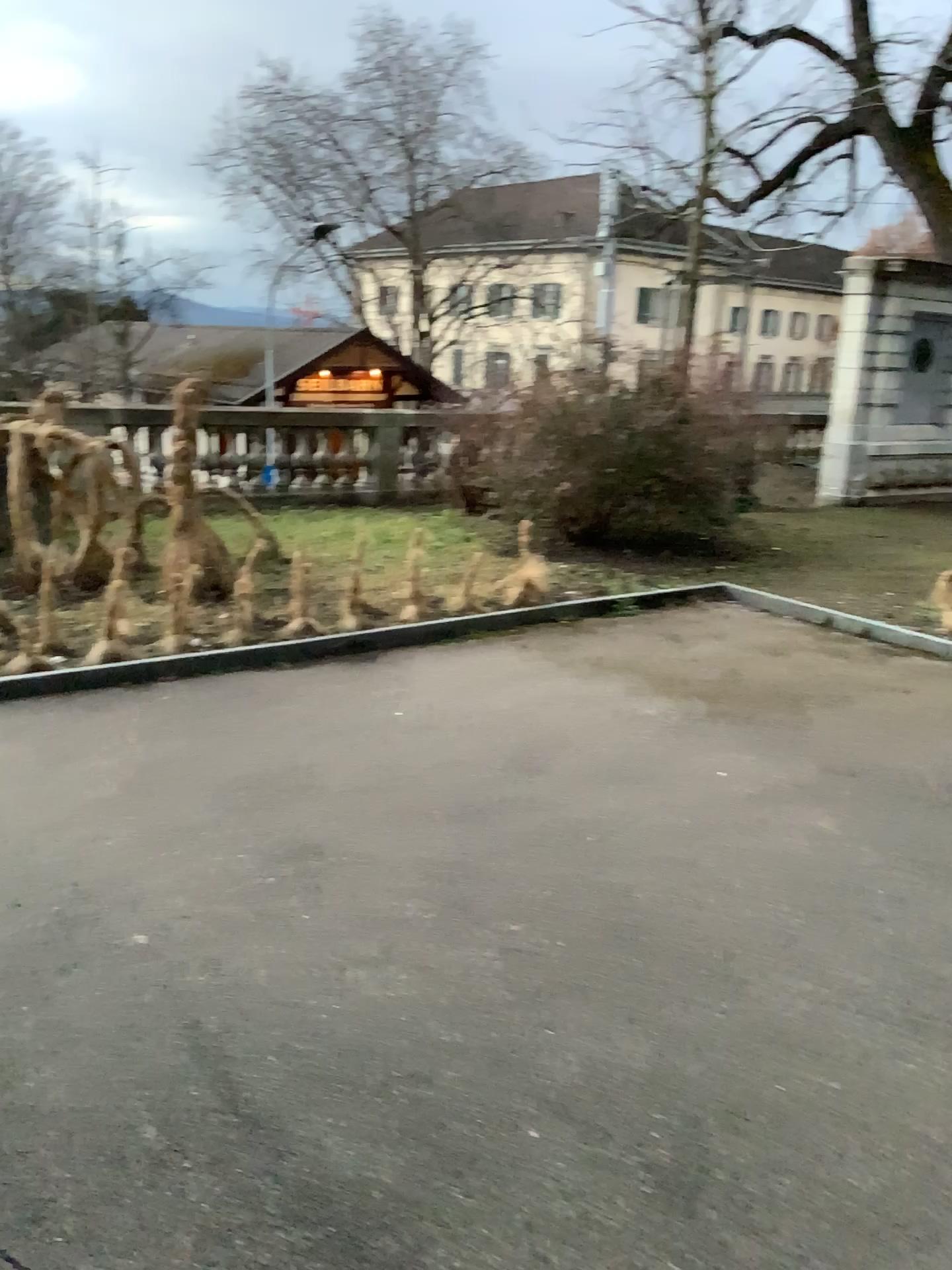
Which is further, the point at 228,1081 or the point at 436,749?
the point at 436,749
